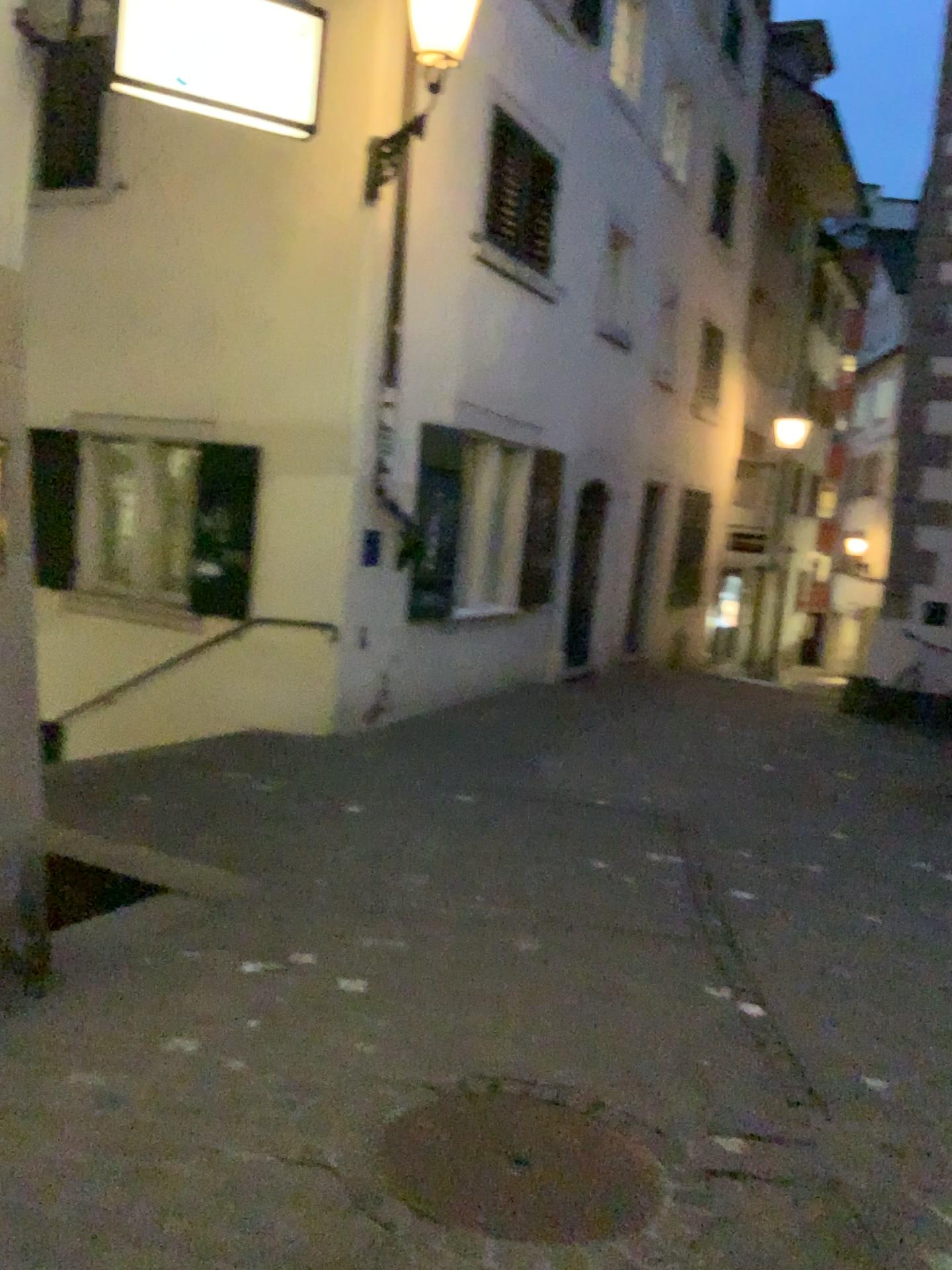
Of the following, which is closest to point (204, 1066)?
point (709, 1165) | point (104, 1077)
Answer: point (104, 1077)

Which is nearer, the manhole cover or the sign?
the manhole cover

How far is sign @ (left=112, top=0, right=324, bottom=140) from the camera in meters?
3.6 m

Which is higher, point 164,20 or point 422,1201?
point 164,20

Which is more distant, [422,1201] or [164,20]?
[164,20]

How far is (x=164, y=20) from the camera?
3.6 meters

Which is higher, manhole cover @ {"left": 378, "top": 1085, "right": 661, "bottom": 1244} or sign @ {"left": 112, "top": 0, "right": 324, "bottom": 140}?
sign @ {"left": 112, "top": 0, "right": 324, "bottom": 140}
